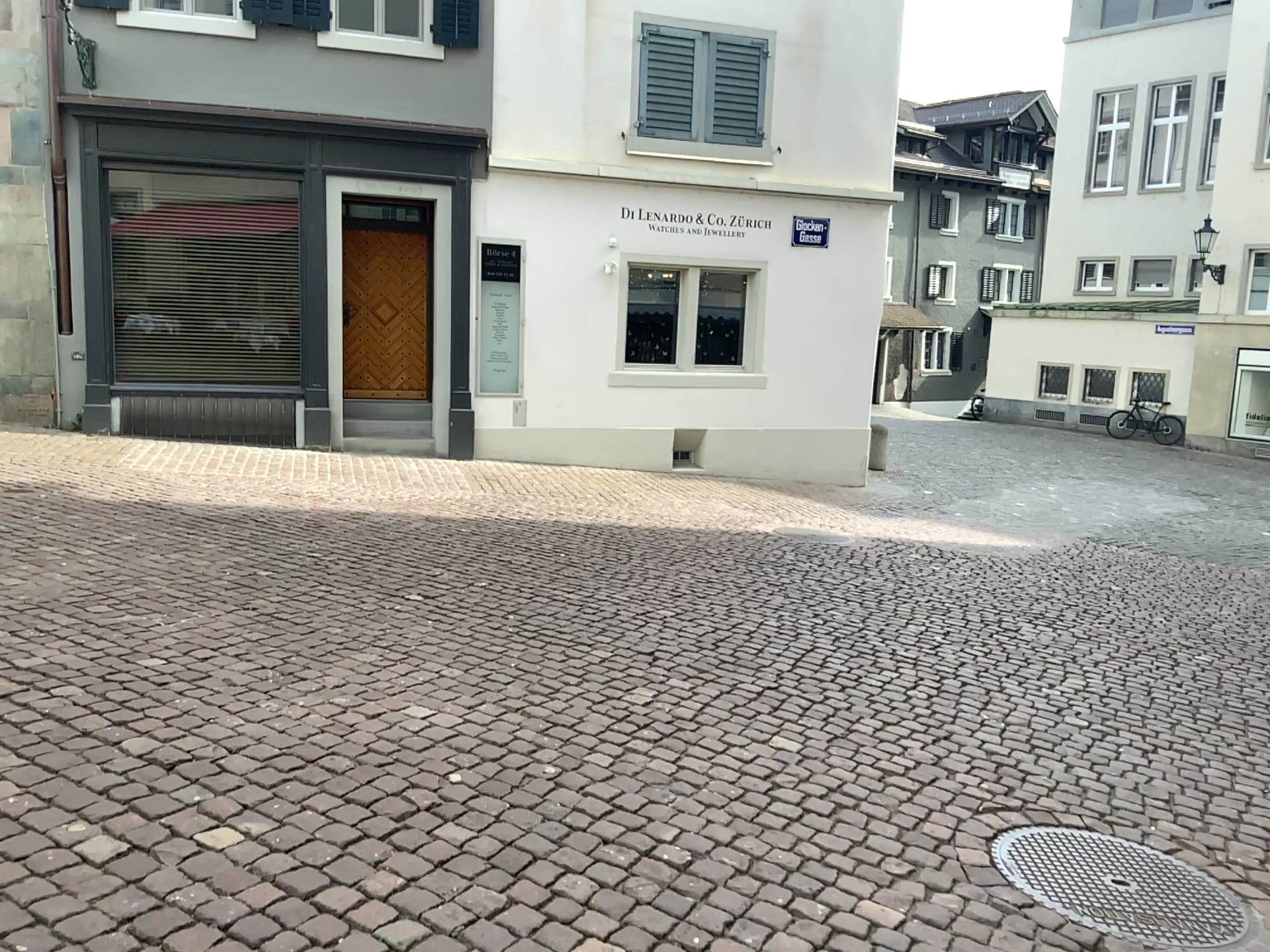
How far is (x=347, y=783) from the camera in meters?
3.1
